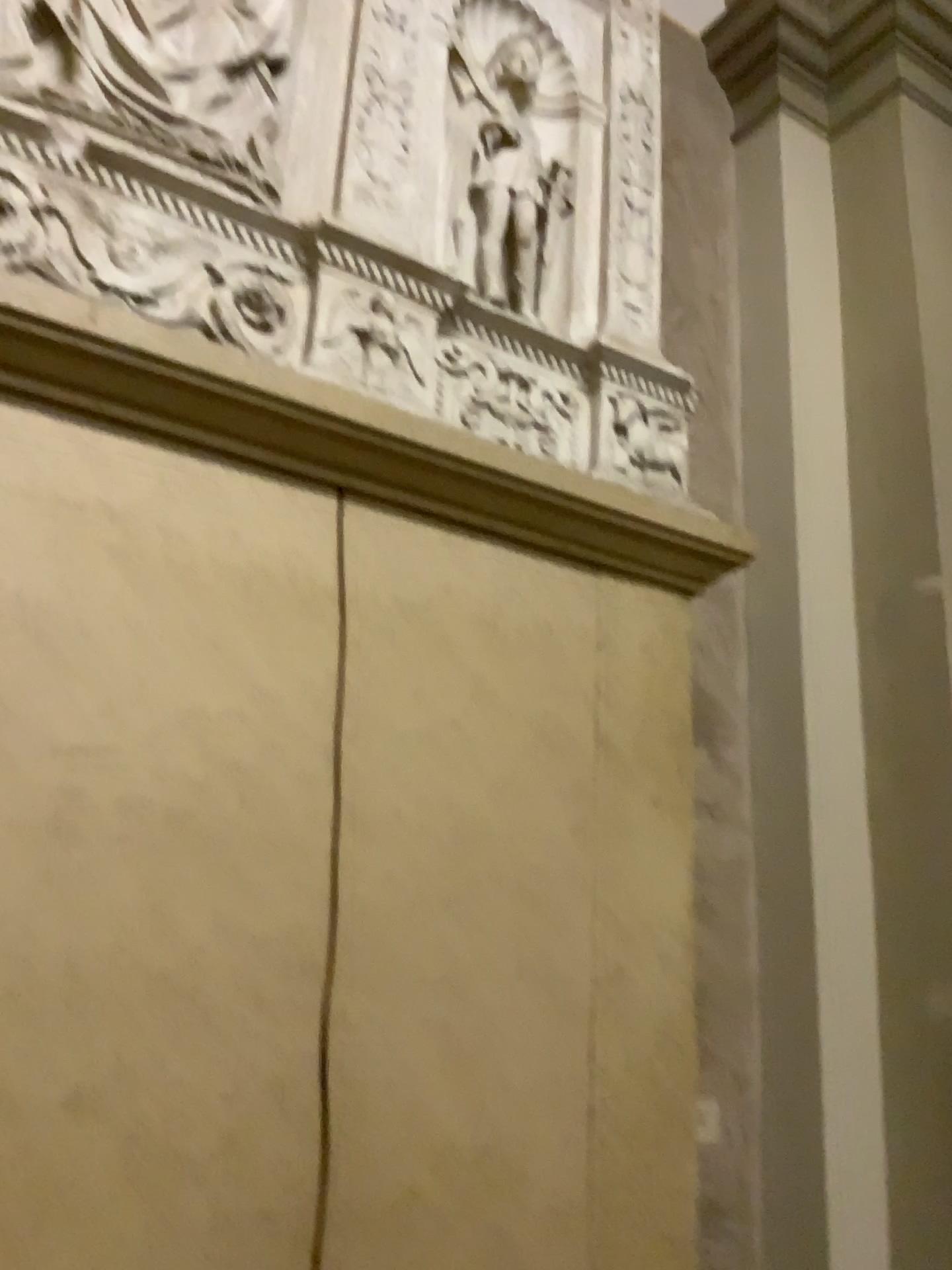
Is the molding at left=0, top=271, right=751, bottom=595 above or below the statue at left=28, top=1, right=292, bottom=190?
below

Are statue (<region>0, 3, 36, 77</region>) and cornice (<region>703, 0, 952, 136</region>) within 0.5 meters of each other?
no

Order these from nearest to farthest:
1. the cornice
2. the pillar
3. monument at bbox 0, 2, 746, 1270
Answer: monument at bbox 0, 2, 746, 1270
the pillar
the cornice

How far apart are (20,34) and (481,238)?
0.9m

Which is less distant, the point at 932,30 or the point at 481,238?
the point at 481,238

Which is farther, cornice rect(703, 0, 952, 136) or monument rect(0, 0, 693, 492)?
cornice rect(703, 0, 952, 136)

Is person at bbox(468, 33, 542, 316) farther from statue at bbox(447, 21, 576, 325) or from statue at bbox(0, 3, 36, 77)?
statue at bbox(0, 3, 36, 77)

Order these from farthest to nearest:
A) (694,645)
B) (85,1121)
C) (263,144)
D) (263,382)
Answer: (694,645) < (263,144) < (263,382) < (85,1121)

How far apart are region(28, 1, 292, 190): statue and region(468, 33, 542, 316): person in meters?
0.4 m

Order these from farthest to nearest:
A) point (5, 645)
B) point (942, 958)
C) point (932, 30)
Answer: point (932, 30) → point (942, 958) → point (5, 645)
